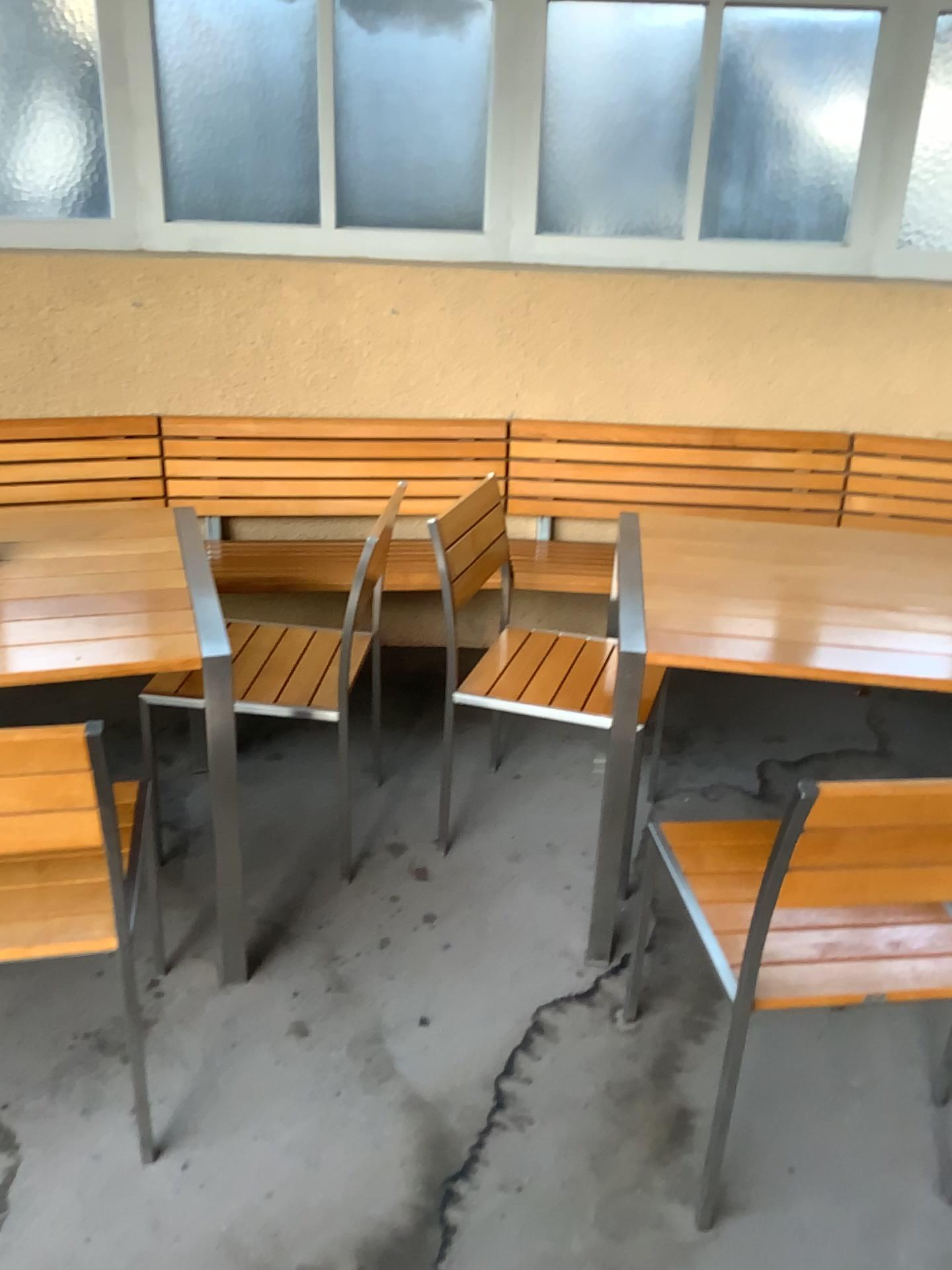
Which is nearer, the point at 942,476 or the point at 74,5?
the point at 74,5

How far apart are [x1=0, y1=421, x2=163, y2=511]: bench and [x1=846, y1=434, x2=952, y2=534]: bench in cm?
215

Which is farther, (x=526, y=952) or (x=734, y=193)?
(x=734, y=193)

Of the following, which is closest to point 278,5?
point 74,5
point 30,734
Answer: point 74,5

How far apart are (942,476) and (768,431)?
0.6m

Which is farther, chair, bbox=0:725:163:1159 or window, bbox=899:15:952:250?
window, bbox=899:15:952:250

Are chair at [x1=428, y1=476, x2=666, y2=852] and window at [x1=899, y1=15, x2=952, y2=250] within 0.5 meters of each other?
no

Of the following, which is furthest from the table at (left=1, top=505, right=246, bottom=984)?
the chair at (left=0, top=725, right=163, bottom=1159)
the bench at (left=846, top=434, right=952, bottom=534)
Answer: the bench at (left=846, top=434, right=952, bottom=534)

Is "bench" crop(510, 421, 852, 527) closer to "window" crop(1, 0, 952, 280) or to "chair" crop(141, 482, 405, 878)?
"window" crop(1, 0, 952, 280)

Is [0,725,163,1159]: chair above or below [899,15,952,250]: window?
below
